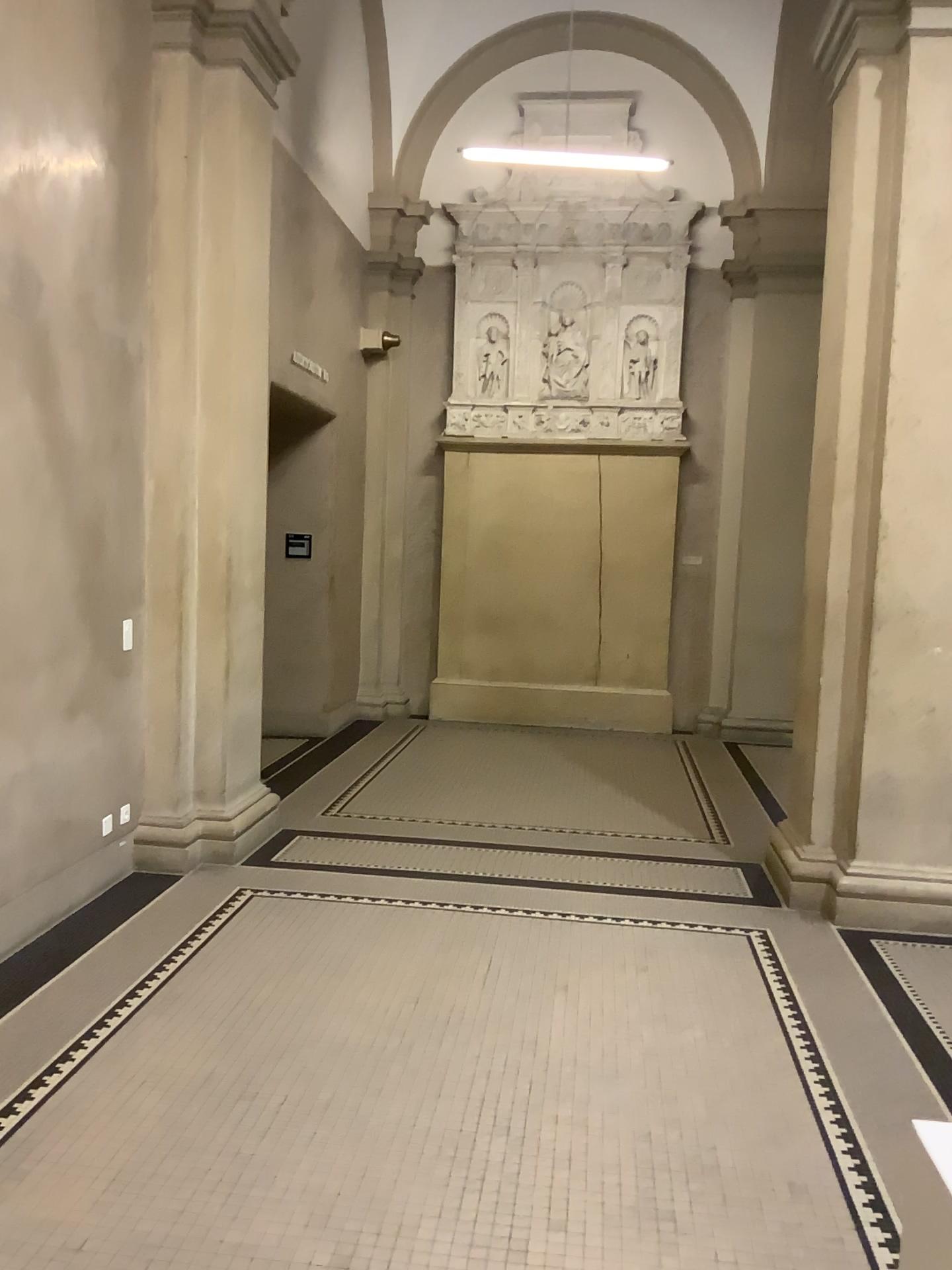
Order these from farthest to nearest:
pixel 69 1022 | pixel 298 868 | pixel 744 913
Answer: pixel 298 868 → pixel 744 913 → pixel 69 1022
